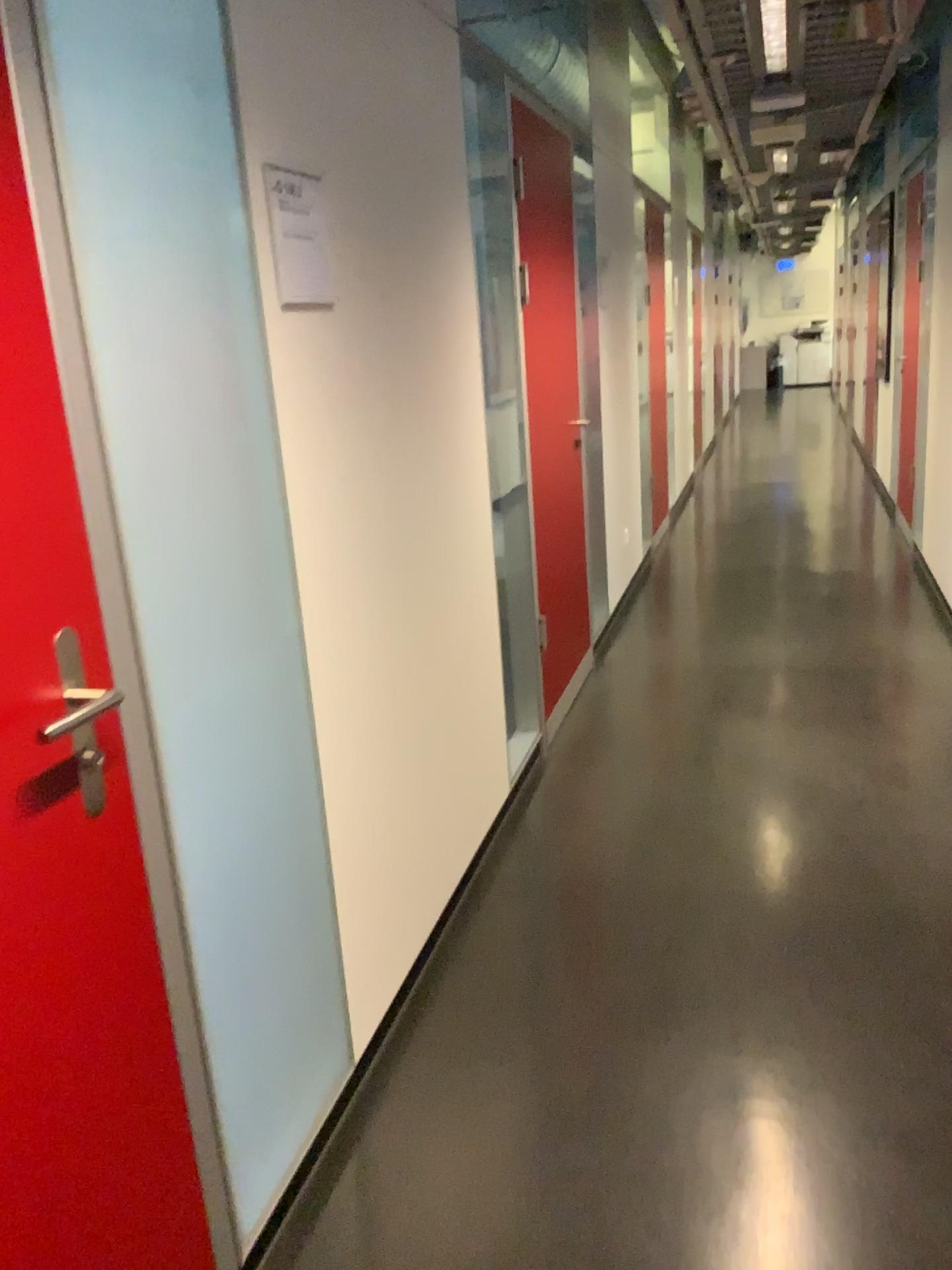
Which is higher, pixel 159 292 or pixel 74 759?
pixel 159 292

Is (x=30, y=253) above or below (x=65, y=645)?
above

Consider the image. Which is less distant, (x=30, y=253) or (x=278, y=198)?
(x=30, y=253)

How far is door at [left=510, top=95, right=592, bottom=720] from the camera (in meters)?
3.72

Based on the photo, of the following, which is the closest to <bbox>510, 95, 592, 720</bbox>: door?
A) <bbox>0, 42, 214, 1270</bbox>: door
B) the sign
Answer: the sign

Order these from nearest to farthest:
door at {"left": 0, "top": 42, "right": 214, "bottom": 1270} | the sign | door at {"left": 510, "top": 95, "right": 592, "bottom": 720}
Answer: door at {"left": 0, "top": 42, "right": 214, "bottom": 1270} < the sign < door at {"left": 510, "top": 95, "right": 592, "bottom": 720}

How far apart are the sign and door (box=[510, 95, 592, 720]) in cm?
185

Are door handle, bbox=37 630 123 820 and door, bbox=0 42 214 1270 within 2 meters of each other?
yes

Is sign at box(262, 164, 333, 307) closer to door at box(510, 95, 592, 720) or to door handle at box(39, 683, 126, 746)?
door handle at box(39, 683, 126, 746)

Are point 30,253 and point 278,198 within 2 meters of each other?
yes
